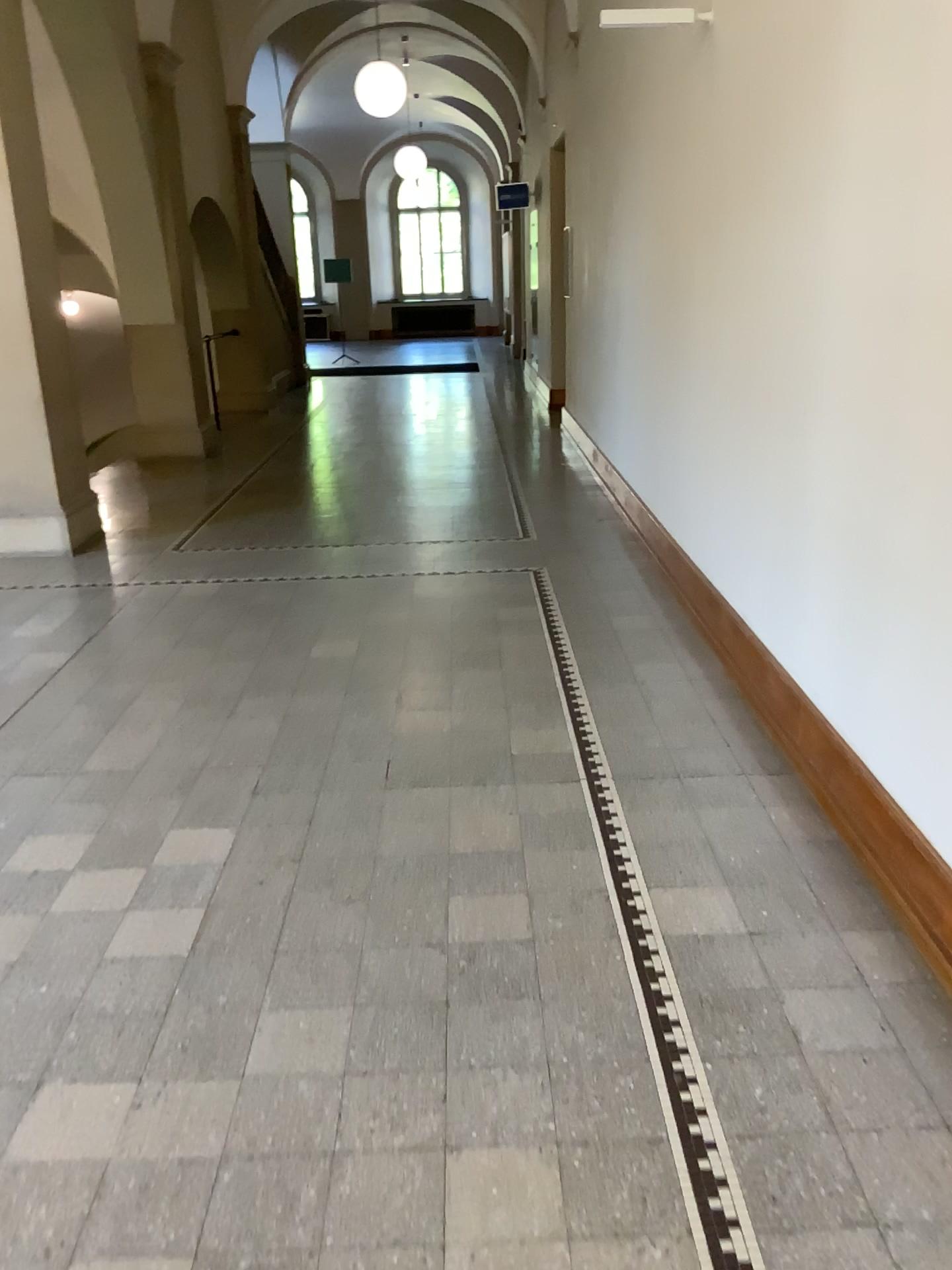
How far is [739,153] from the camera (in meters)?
3.74
